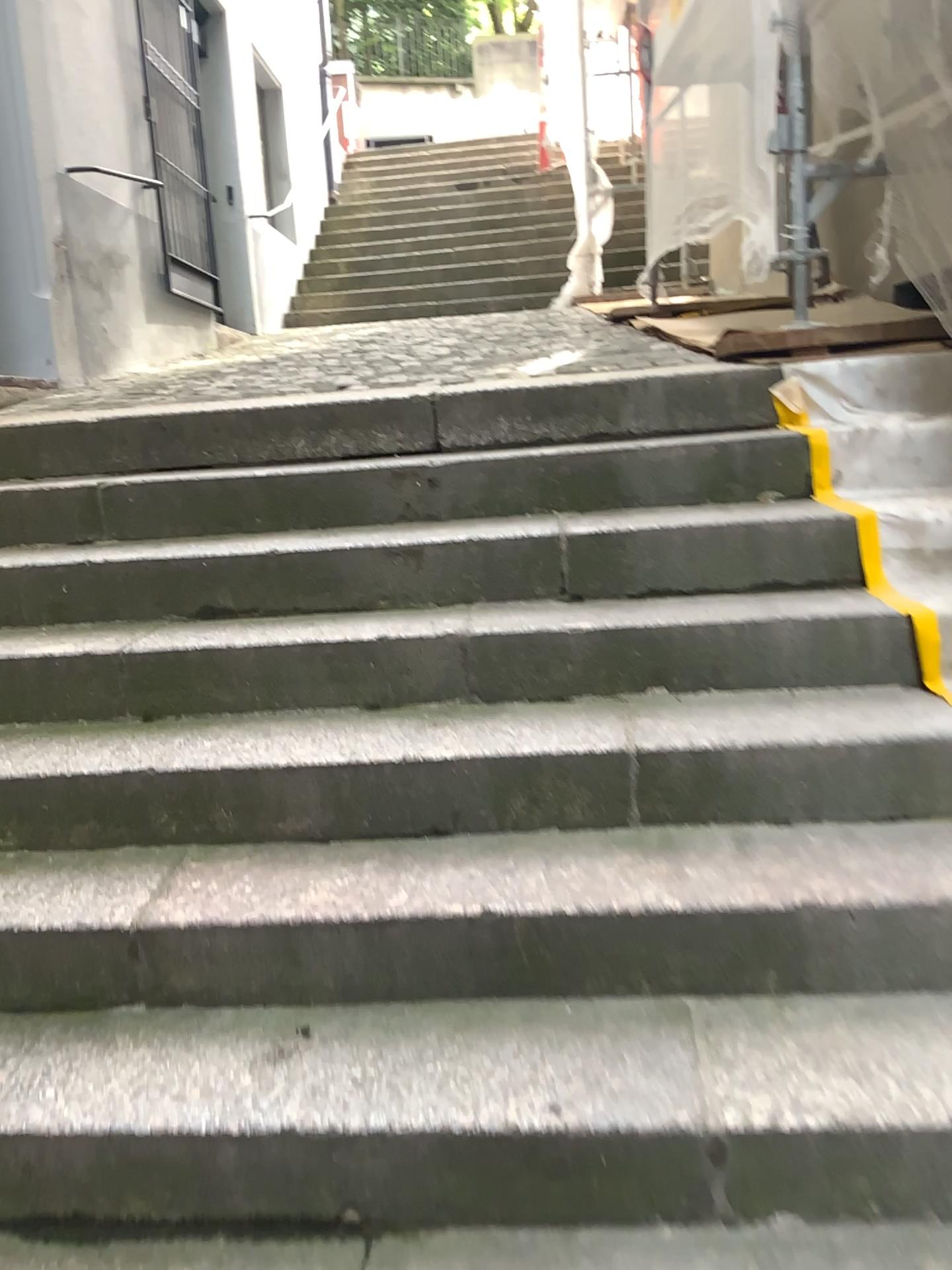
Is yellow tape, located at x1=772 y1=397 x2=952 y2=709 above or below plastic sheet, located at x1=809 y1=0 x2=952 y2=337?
below

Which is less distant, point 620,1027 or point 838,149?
point 620,1027

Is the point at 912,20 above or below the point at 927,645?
above
